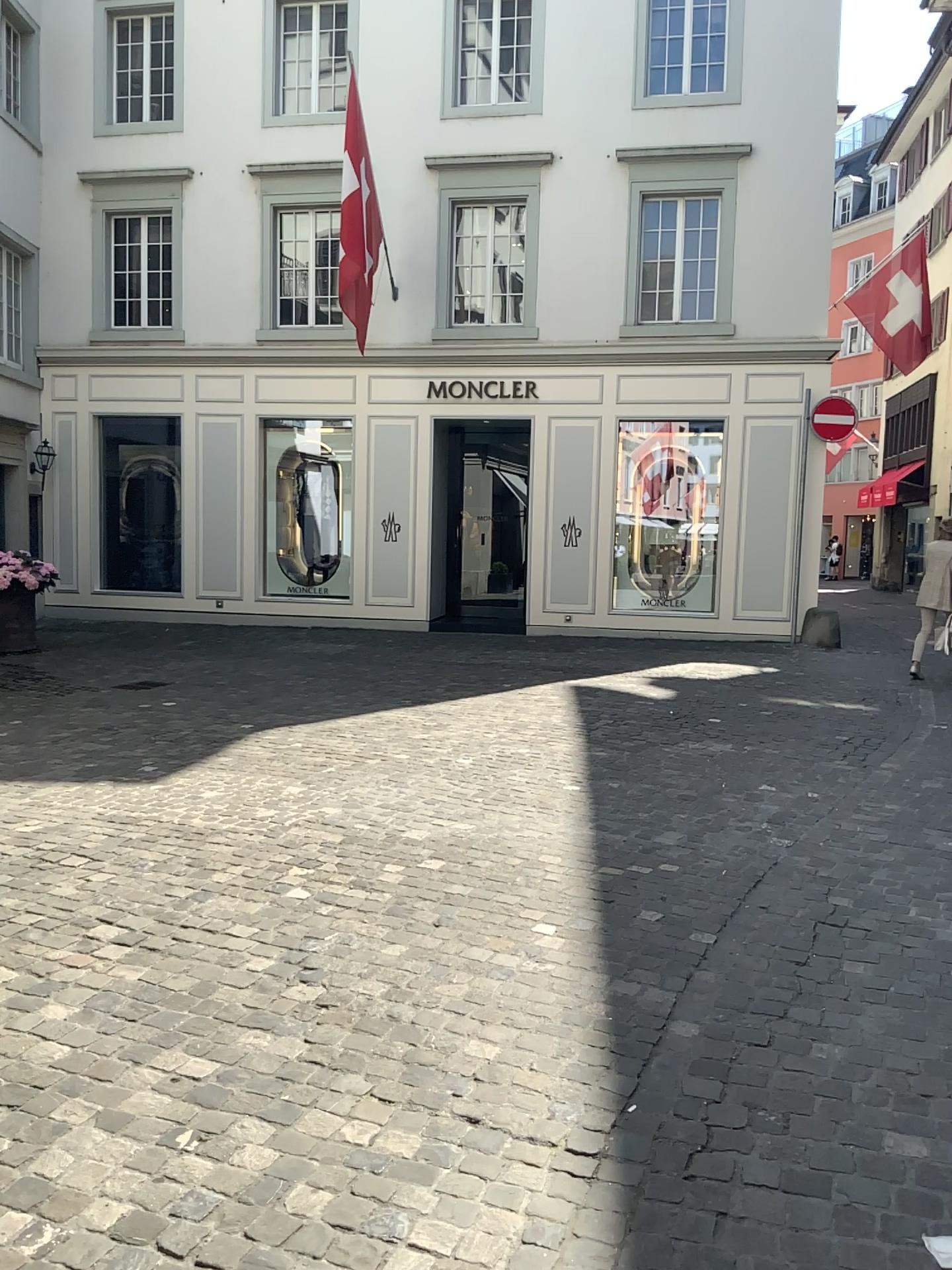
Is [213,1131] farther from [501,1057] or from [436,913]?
[436,913]
